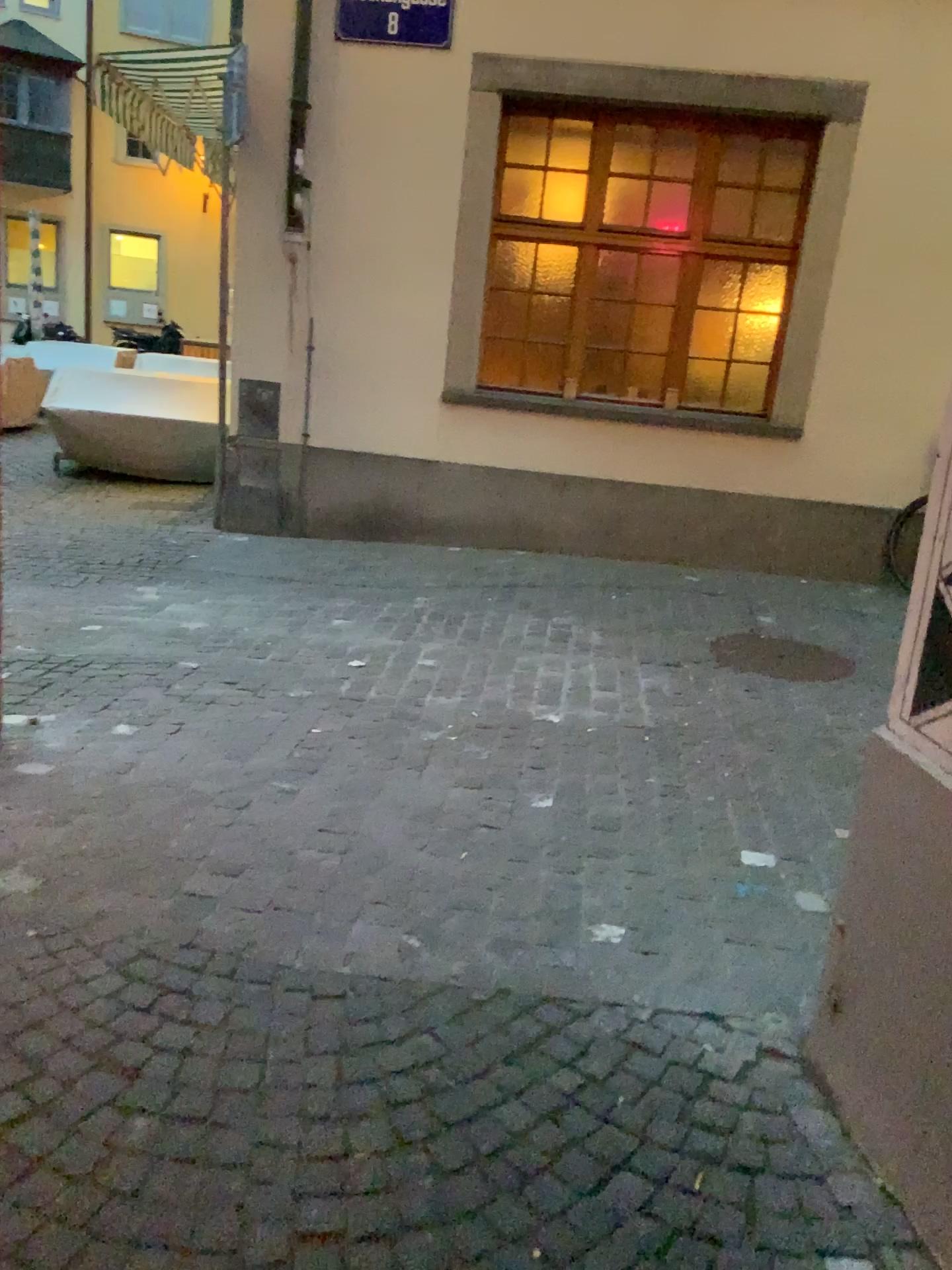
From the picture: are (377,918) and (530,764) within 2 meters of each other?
yes
